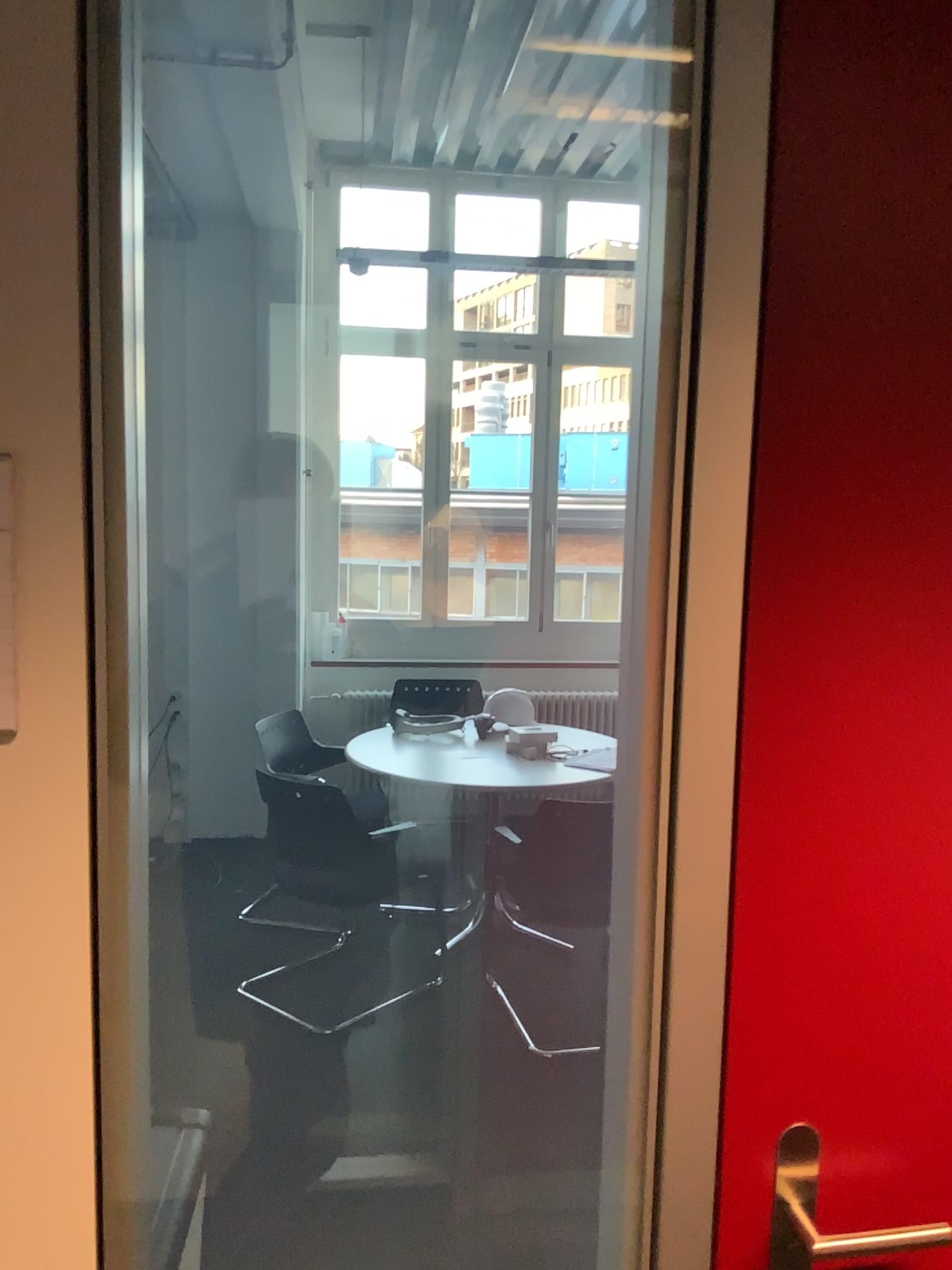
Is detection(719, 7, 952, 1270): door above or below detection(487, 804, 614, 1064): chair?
above

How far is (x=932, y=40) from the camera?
0.86m

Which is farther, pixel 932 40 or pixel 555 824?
pixel 555 824

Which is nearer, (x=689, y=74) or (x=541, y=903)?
(x=689, y=74)

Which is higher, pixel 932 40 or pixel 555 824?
pixel 932 40

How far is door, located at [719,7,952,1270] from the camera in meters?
0.9 m

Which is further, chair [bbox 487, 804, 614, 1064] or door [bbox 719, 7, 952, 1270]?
chair [bbox 487, 804, 614, 1064]
